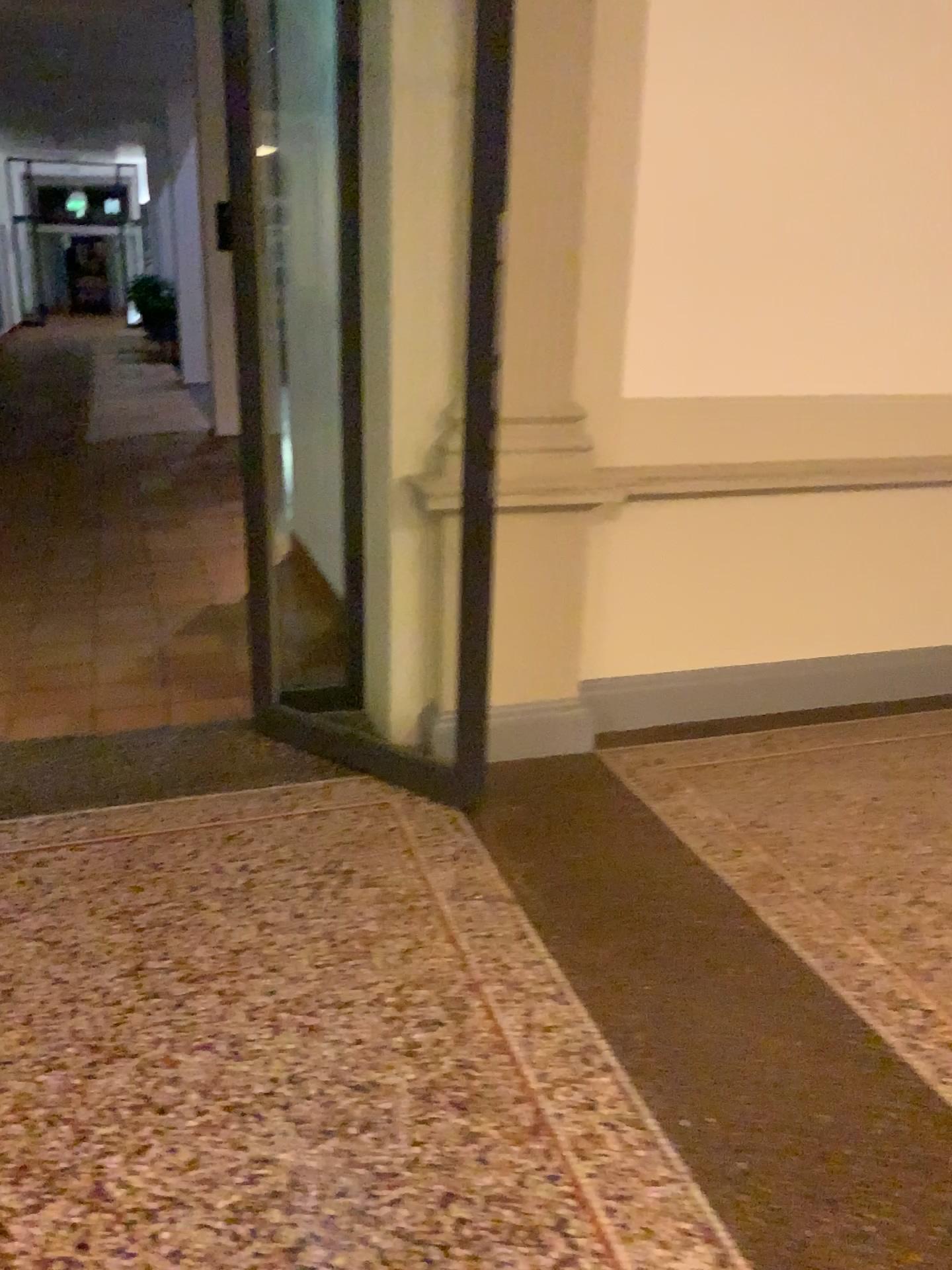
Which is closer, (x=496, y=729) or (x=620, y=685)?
(x=496, y=729)

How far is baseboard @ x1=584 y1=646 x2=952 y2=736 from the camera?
3.6m

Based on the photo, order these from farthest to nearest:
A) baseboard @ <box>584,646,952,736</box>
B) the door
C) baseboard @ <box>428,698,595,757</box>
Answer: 1. baseboard @ <box>584,646,952,736</box>
2. baseboard @ <box>428,698,595,757</box>
3. the door

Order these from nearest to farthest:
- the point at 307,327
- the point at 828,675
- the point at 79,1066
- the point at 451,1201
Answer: the point at 451,1201
the point at 79,1066
the point at 828,675
the point at 307,327

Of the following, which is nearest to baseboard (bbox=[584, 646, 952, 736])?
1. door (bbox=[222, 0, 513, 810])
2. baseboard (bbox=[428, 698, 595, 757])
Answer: baseboard (bbox=[428, 698, 595, 757])

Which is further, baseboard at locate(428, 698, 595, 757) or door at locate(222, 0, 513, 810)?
baseboard at locate(428, 698, 595, 757)

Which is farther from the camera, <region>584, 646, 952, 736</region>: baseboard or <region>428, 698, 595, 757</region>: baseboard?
<region>584, 646, 952, 736</region>: baseboard

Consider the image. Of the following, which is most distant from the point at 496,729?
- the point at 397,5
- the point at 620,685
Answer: the point at 397,5

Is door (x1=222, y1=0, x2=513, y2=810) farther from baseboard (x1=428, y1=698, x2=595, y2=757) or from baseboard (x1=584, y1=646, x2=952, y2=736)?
baseboard (x1=584, y1=646, x2=952, y2=736)

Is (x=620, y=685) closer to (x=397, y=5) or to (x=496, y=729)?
(x=496, y=729)
